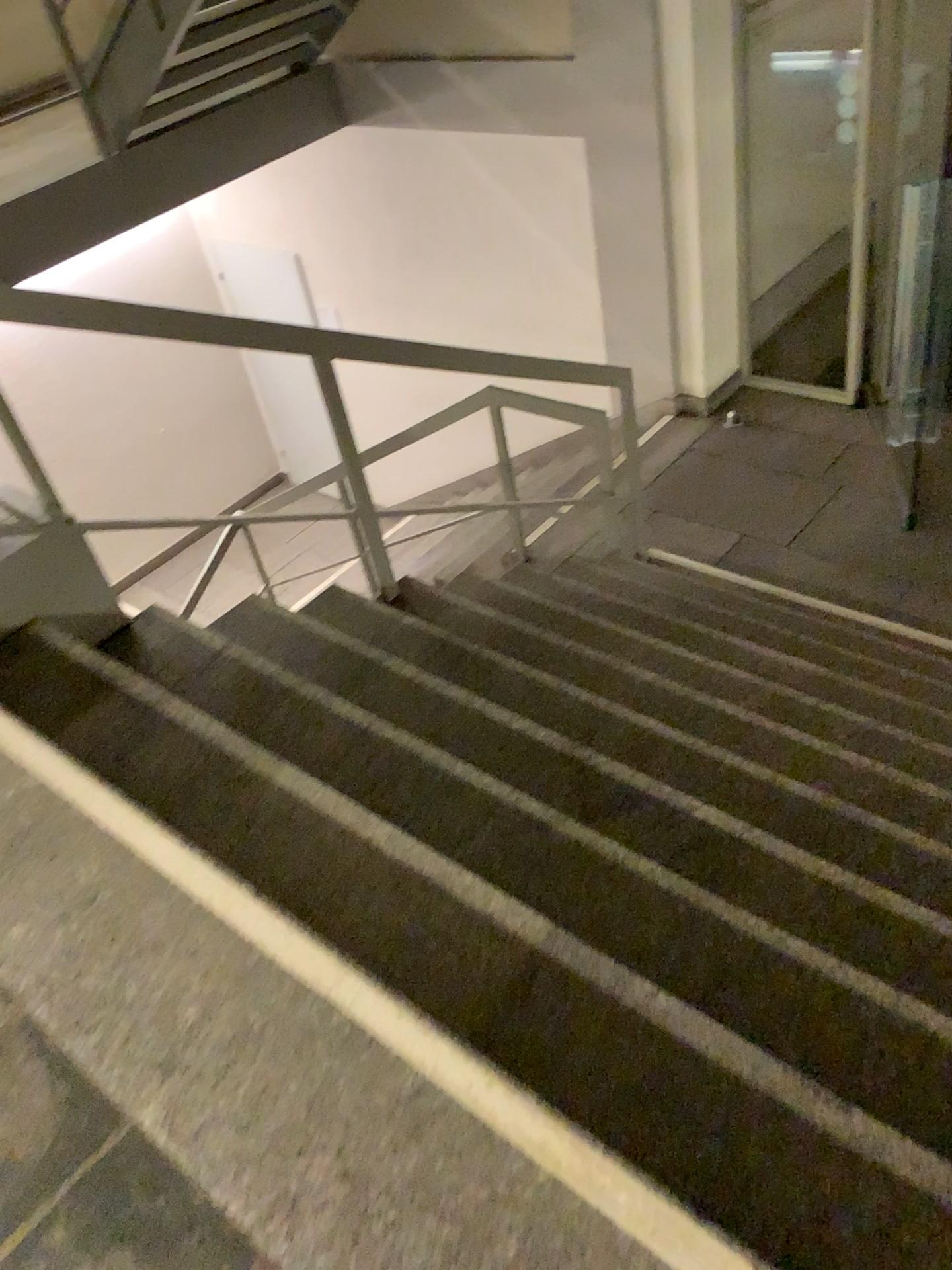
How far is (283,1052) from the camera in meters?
1.4 m
